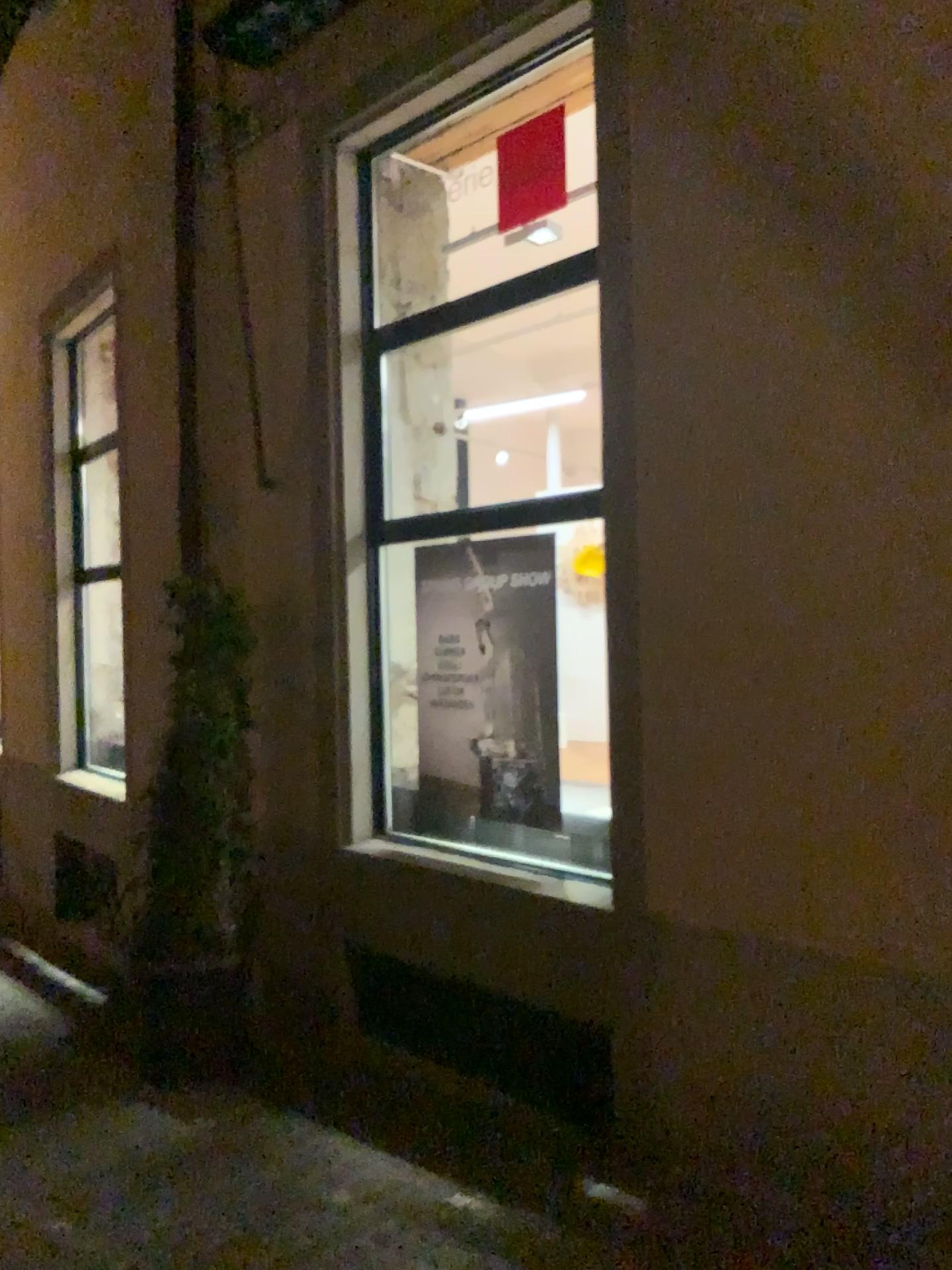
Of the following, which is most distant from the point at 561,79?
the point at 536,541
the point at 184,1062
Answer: the point at 184,1062

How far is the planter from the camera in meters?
4.4

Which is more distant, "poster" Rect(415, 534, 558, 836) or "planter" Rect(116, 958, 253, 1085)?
"planter" Rect(116, 958, 253, 1085)

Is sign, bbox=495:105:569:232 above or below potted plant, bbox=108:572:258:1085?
above

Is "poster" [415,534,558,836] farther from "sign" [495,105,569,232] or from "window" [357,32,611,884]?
"sign" [495,105,569,232]

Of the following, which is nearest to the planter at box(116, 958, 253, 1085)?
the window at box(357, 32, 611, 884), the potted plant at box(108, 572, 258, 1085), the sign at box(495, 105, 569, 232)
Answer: the potted plant at box(108, 572, 258, 1085)

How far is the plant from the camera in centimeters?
455cm

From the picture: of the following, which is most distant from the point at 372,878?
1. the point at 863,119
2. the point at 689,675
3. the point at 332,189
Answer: the point at 863,119

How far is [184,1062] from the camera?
4.44m

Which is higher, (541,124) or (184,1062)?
(541,124)
